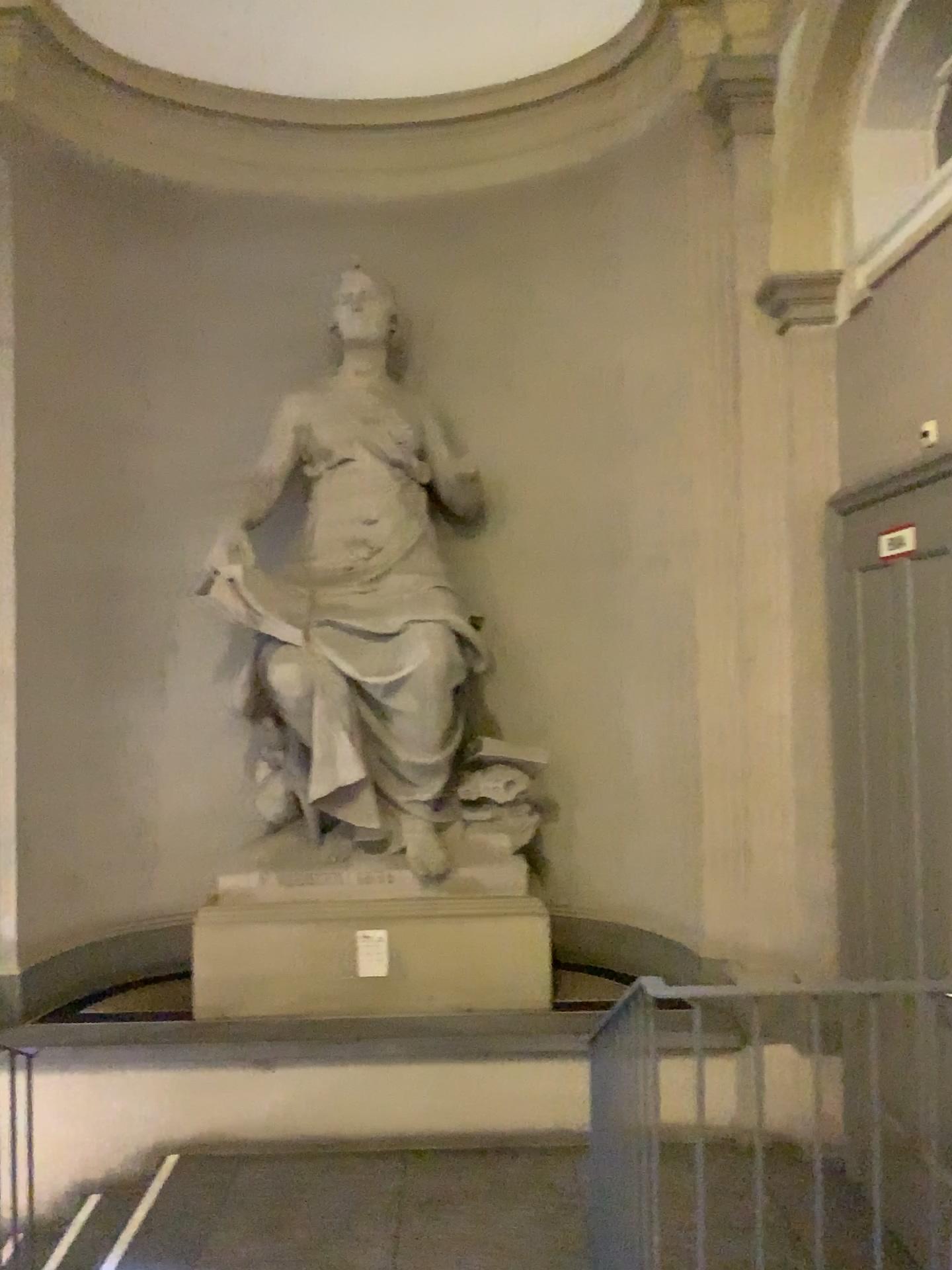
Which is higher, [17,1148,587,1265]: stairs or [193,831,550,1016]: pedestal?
[193,831,550,1016]: pedestal

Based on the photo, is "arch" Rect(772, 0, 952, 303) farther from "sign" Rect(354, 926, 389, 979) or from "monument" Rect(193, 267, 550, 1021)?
"sign" Rect(354, 926, 389, 979)

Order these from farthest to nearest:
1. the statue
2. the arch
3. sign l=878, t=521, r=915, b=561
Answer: the statue, the arch, sign l=878, t=521, r=915, b=561

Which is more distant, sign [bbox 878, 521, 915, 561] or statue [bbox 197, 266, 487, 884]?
statue [bbox 197, 266, 487, 884]

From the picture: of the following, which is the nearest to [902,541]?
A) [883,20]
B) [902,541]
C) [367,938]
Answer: [902,541]

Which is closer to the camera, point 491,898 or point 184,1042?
point 184,1042

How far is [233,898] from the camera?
4.77m

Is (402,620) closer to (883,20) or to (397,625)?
(397,625)

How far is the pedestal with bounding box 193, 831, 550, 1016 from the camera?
4.77m

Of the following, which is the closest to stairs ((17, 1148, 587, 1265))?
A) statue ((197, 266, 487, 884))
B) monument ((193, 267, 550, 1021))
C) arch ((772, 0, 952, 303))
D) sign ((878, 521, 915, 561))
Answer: monument ((193, 267, 550, 1021))
